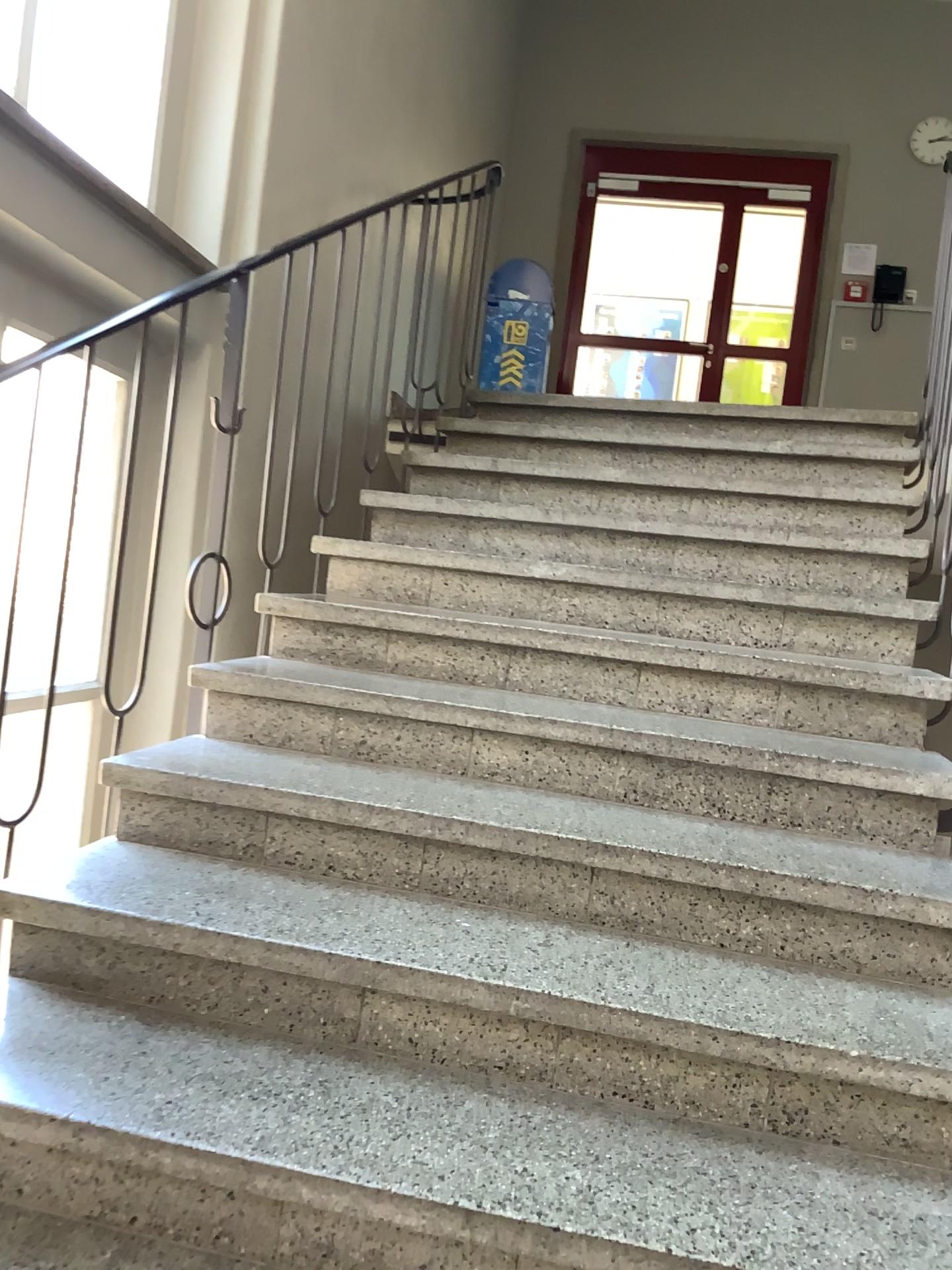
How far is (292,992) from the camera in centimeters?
165cm
